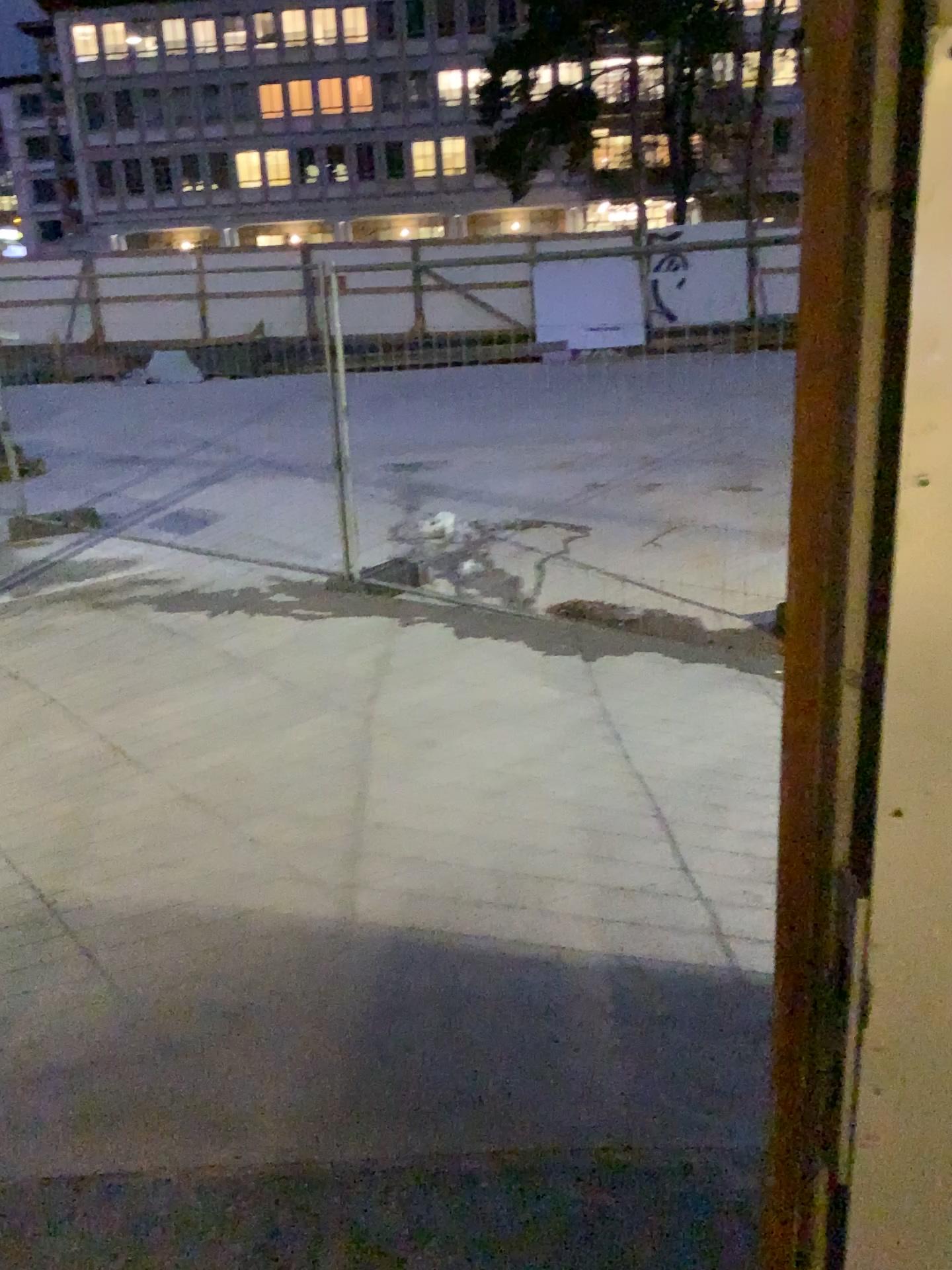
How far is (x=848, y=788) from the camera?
0.6m
